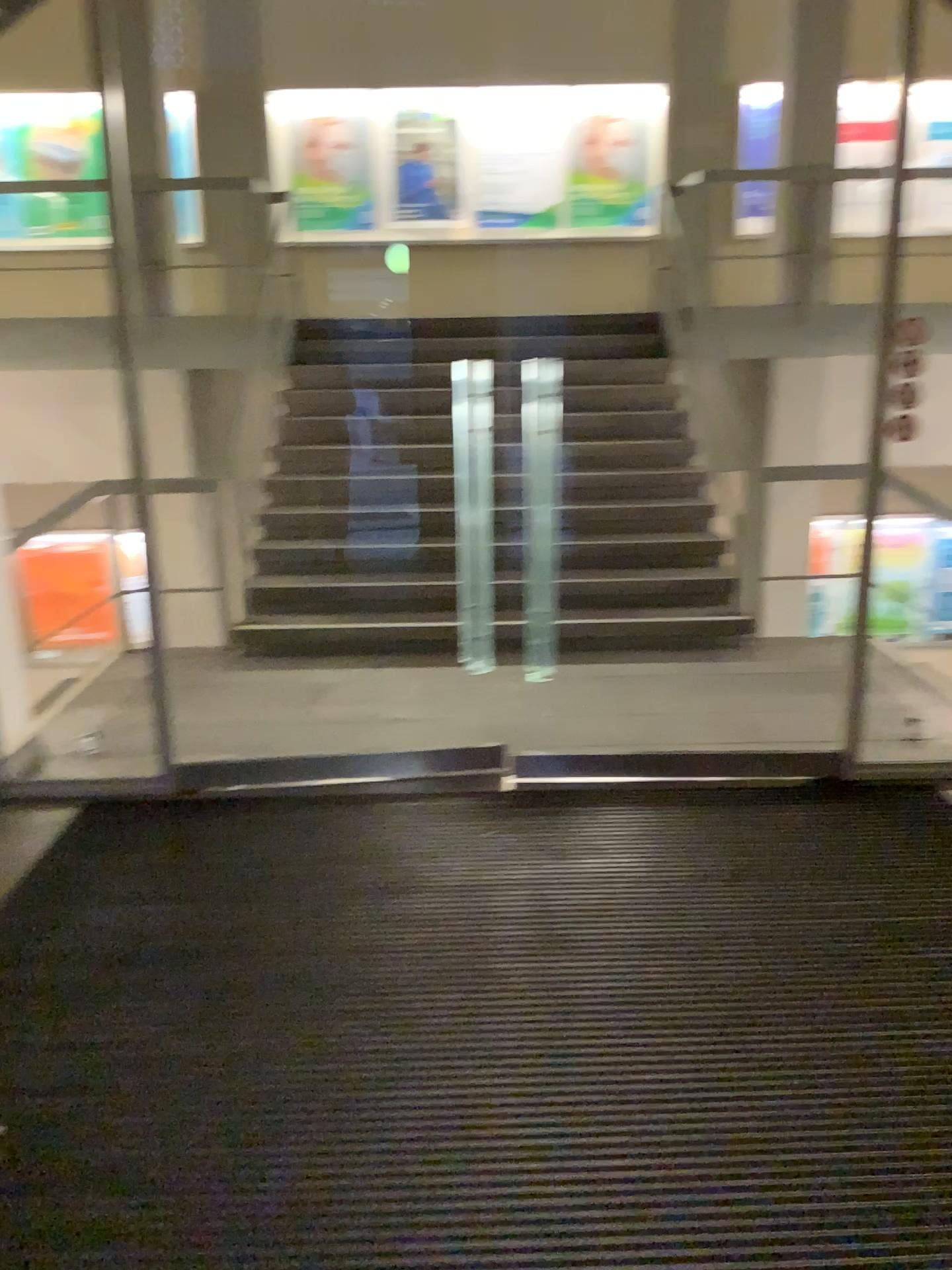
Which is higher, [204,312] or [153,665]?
[204,312]
